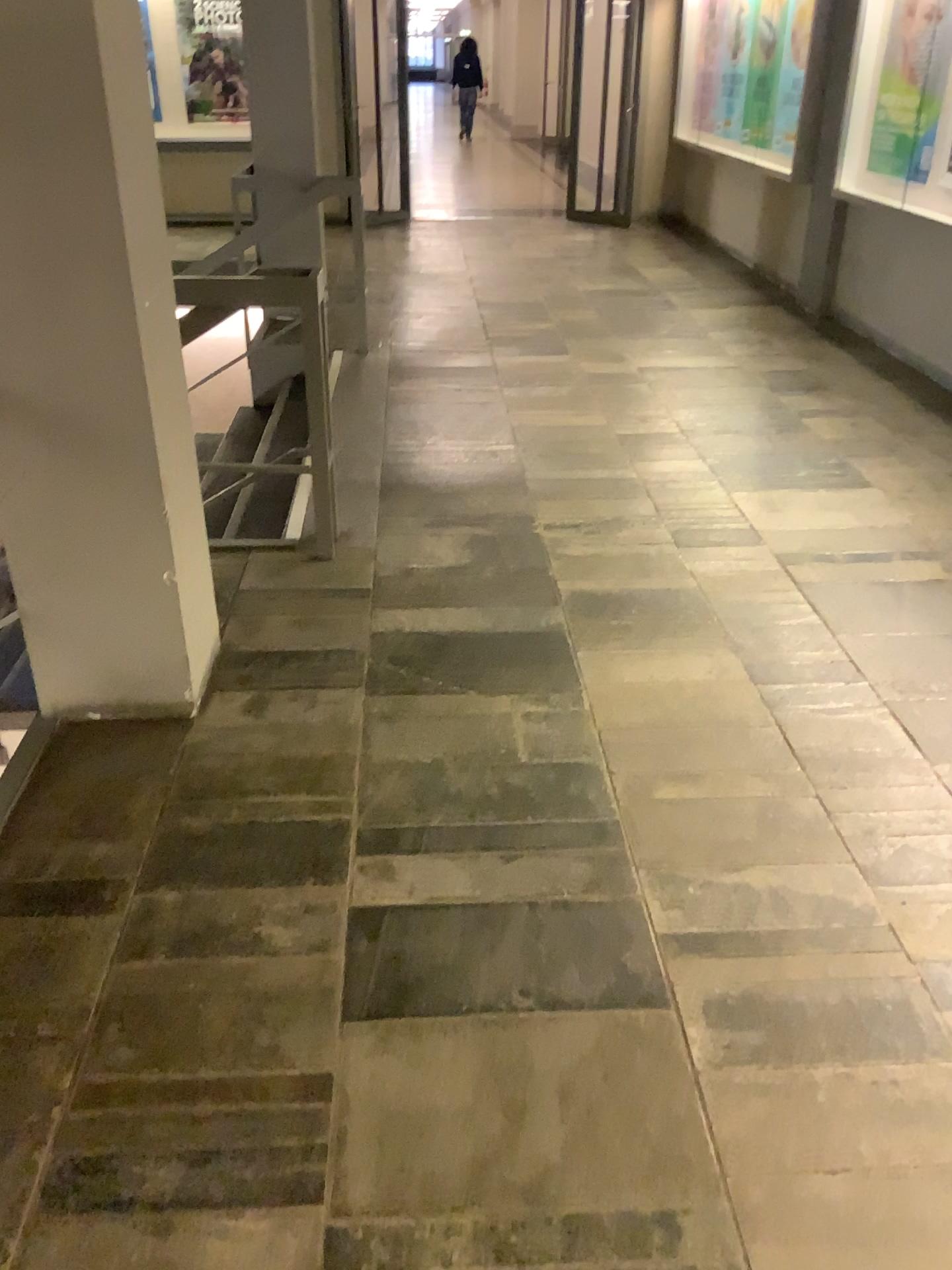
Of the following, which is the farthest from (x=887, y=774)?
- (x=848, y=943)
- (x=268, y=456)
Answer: (x=268, y=456)
